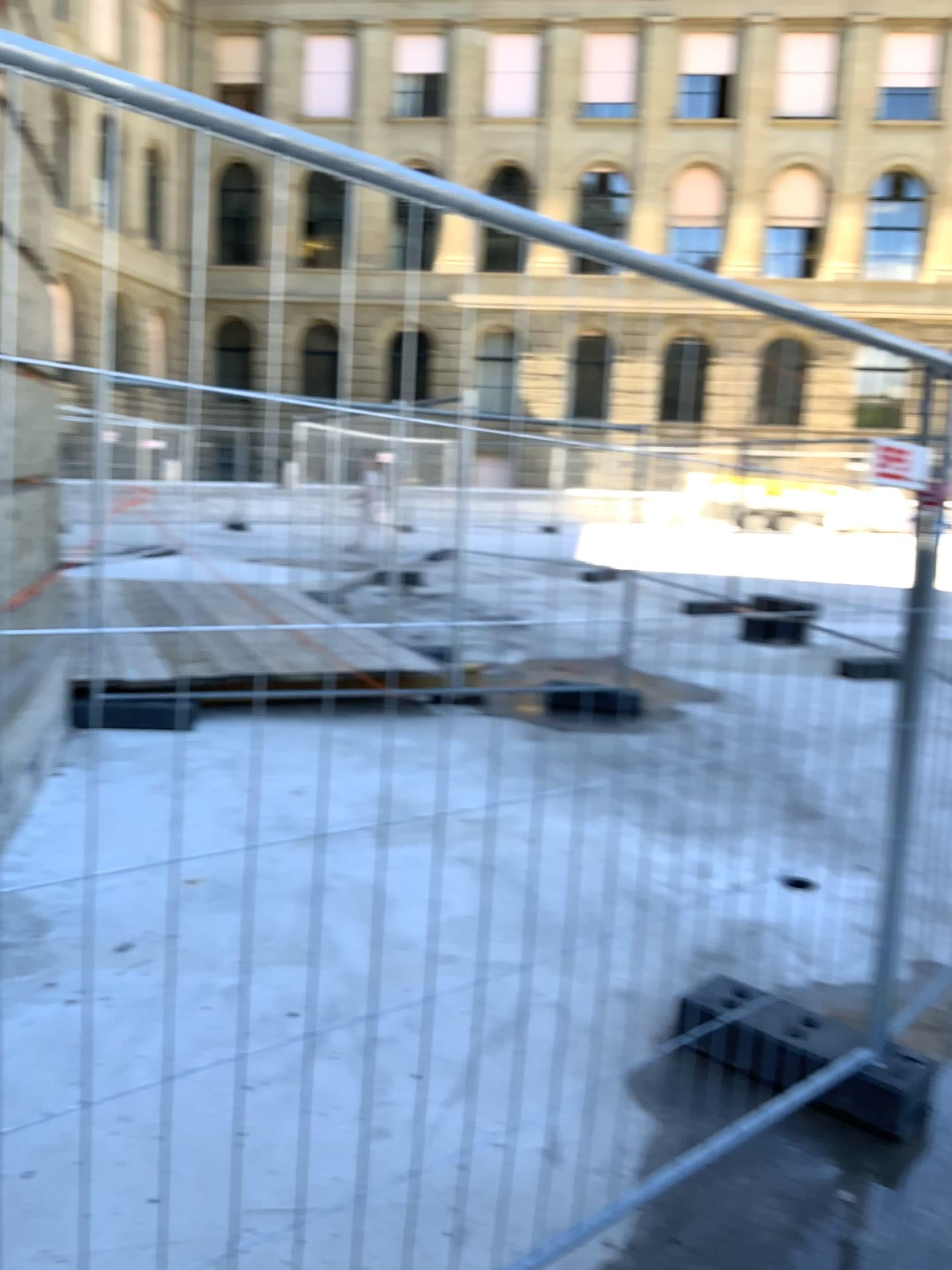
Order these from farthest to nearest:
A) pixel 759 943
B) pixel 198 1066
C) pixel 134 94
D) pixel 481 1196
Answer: pixel 759 943 → pixel 198 1066 → pixel 481 1196 → pixel 134 94
